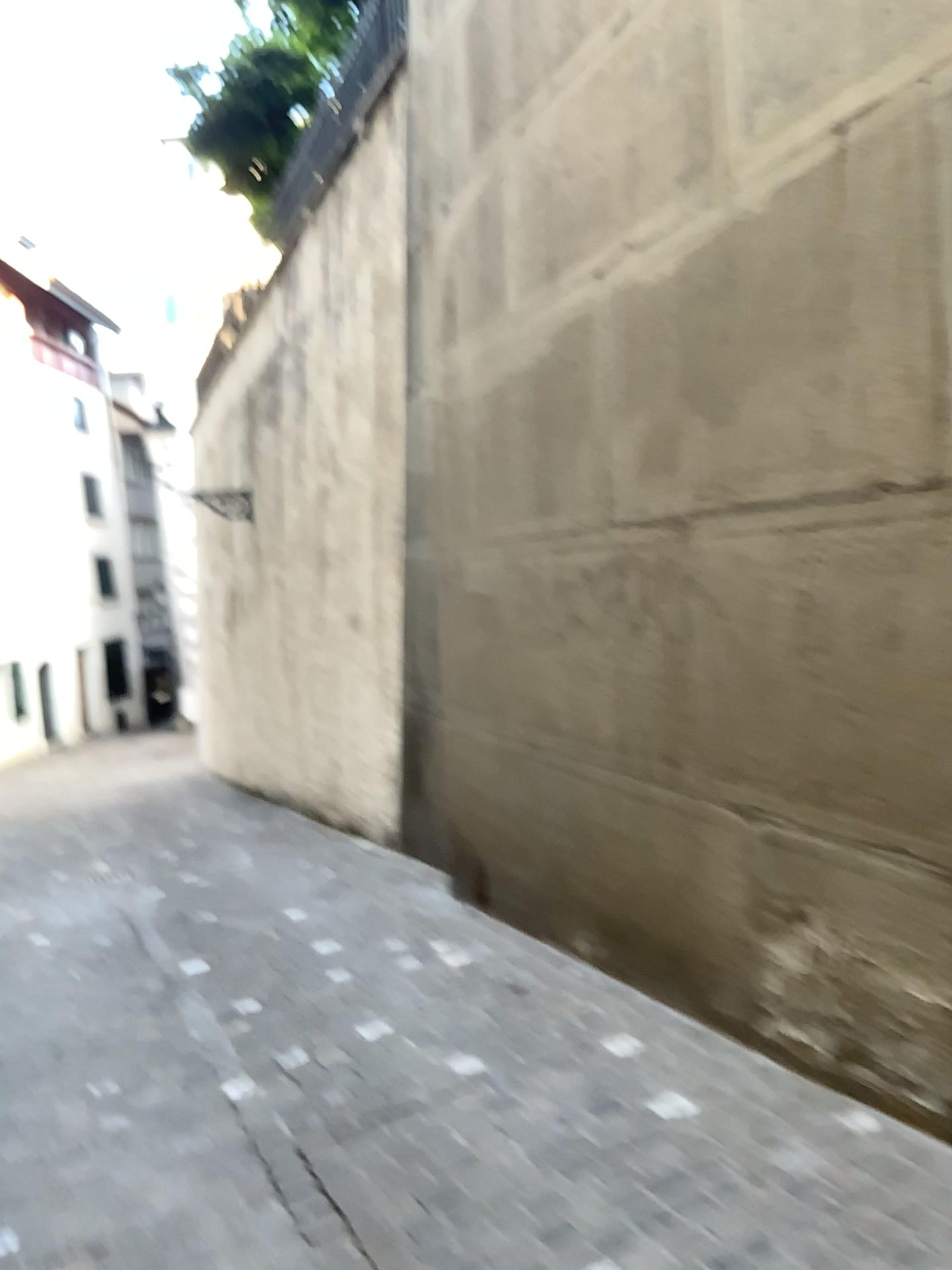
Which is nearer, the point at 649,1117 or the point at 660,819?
the point at 649,1117
